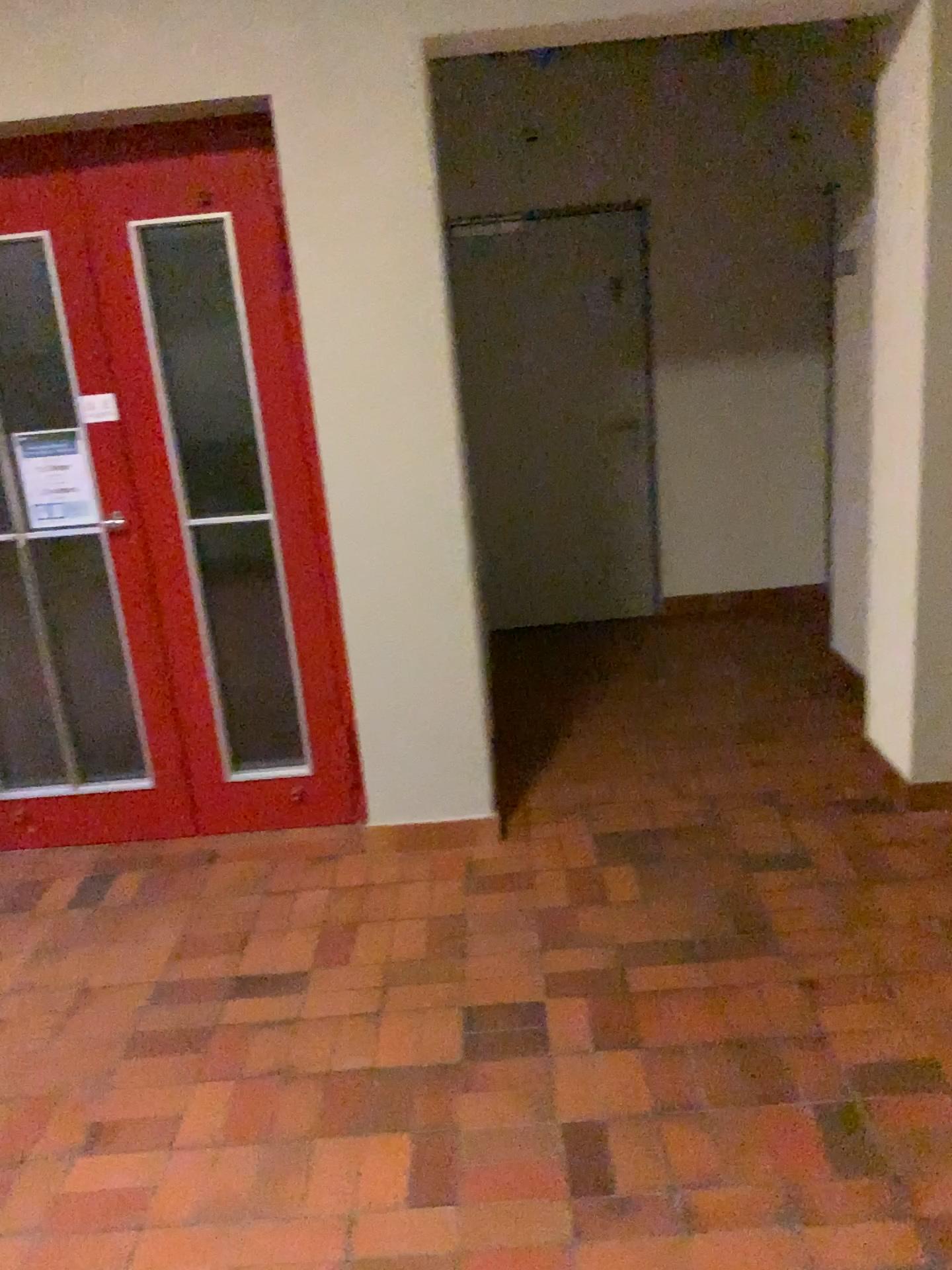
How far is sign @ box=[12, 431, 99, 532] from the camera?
3.3m

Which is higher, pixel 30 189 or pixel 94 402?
pixel 30 189

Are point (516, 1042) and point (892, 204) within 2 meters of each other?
no

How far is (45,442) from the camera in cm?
327

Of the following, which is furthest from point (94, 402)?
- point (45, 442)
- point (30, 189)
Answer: point (30, 189)
